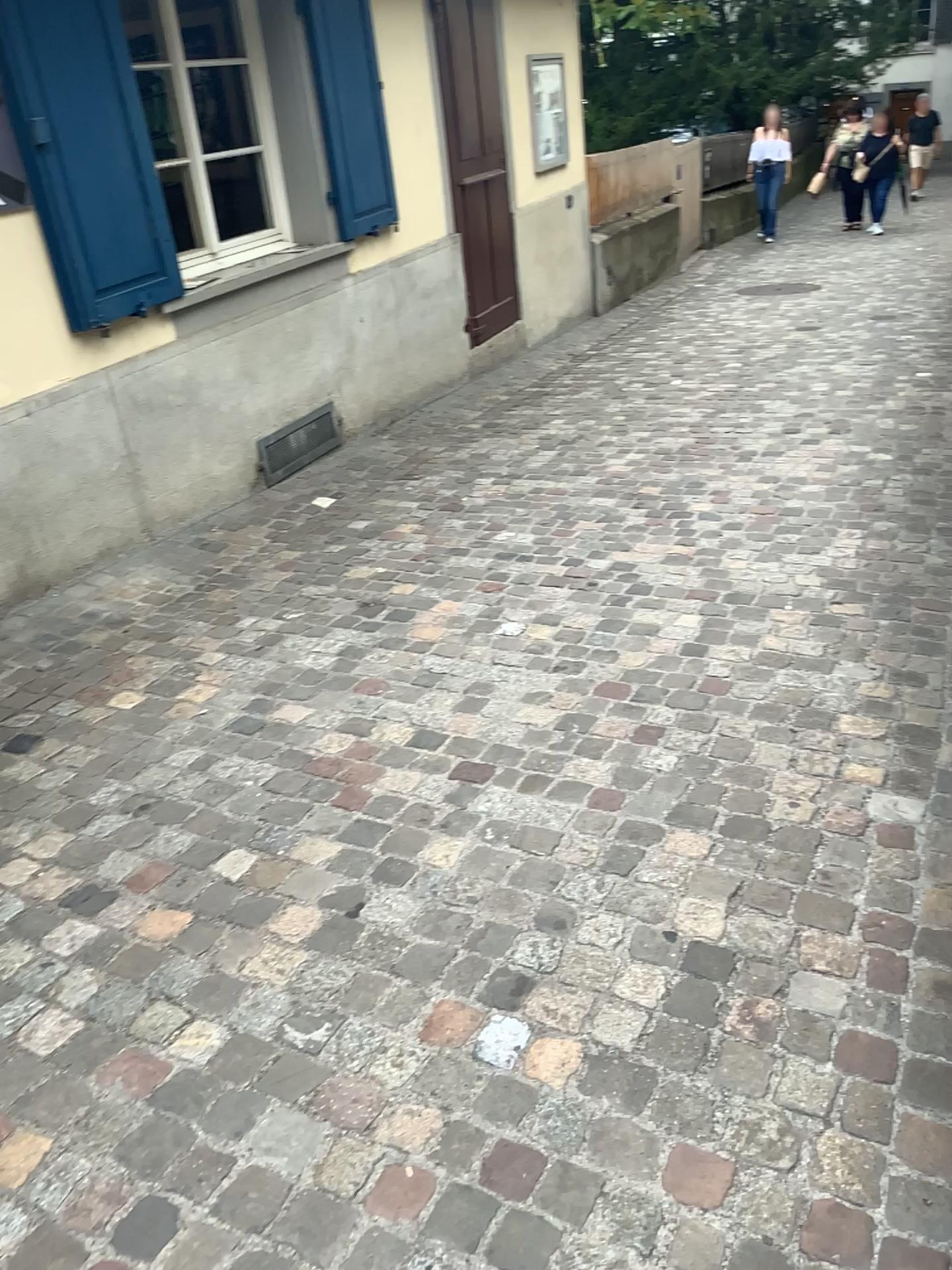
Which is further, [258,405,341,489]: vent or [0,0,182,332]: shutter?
[258,405,341,489]: vent

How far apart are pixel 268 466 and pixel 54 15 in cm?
195

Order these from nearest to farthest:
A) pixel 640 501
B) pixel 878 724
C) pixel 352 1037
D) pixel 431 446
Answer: pixel 352 1037 < pixel 878 724 < pixel 640 501 < pixel 431 446

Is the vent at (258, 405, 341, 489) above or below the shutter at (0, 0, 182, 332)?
below

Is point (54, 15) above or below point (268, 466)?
above

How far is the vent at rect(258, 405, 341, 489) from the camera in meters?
4.9

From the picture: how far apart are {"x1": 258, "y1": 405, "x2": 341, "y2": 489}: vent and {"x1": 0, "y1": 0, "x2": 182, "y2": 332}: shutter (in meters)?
1.05

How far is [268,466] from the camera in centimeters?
489cm

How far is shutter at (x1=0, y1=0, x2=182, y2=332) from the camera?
3.5m
